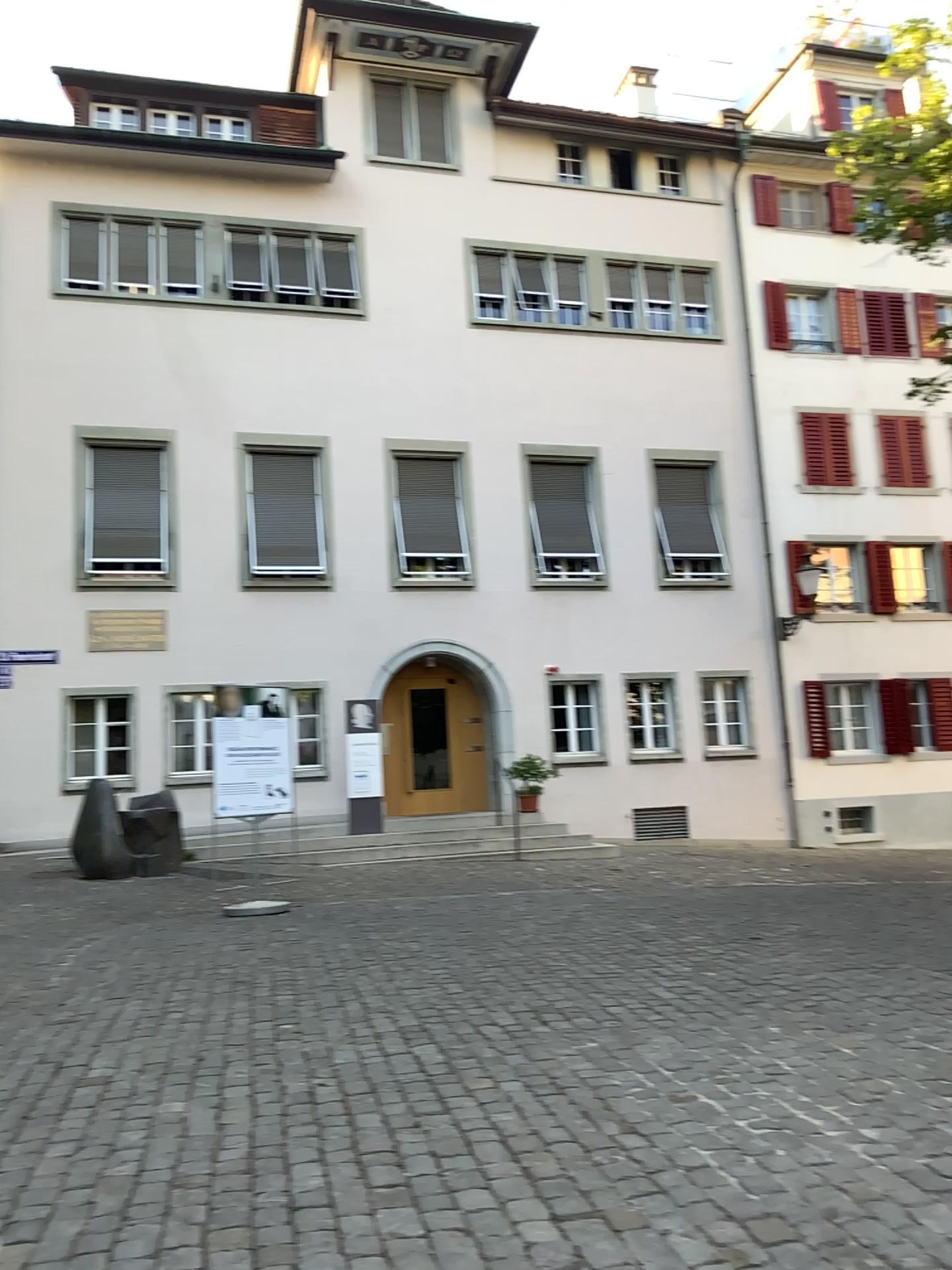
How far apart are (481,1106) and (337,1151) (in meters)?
0.63
